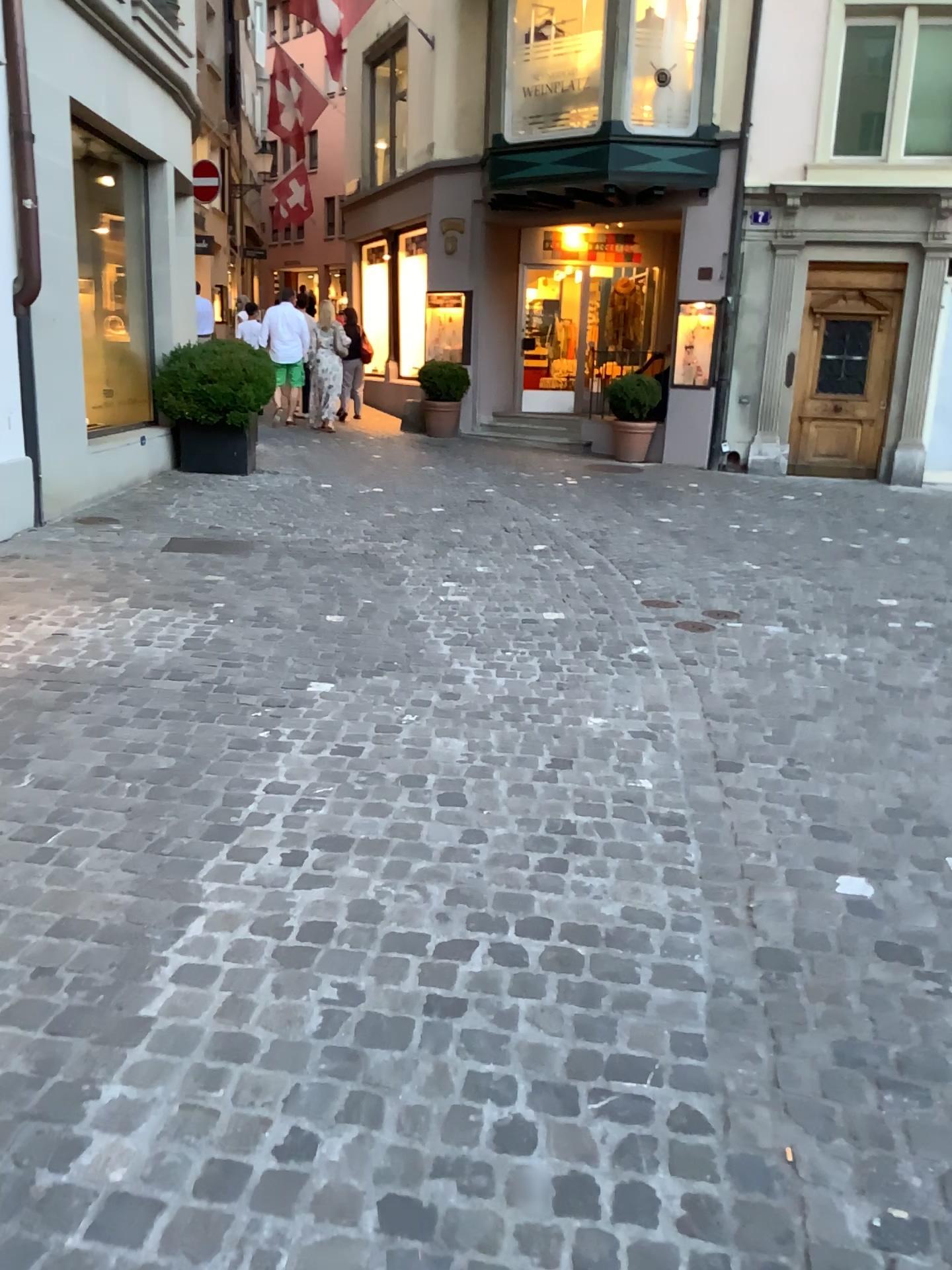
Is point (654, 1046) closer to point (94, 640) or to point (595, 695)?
point (595, 695)
